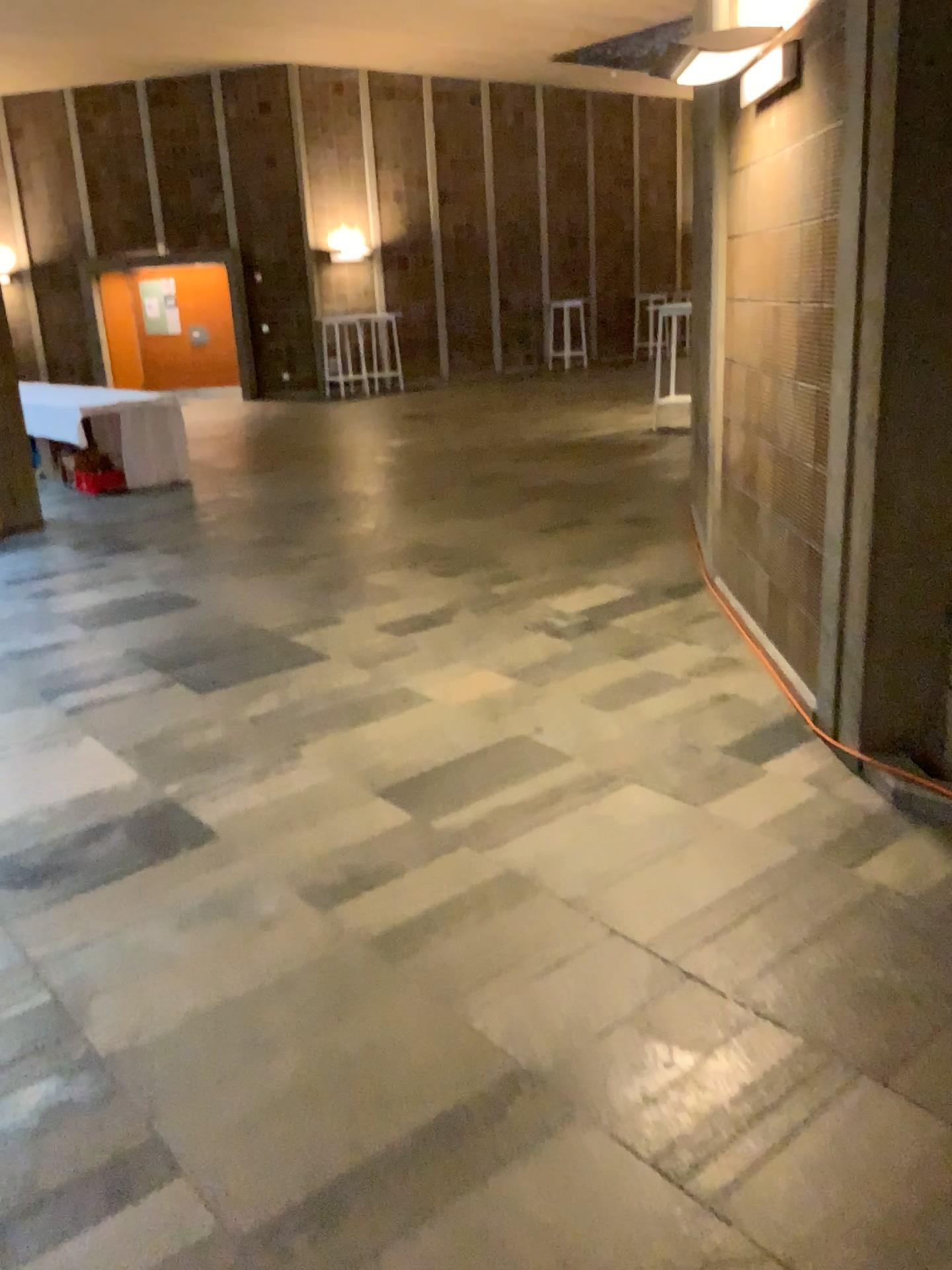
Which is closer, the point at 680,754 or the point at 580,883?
the point at 580,883
